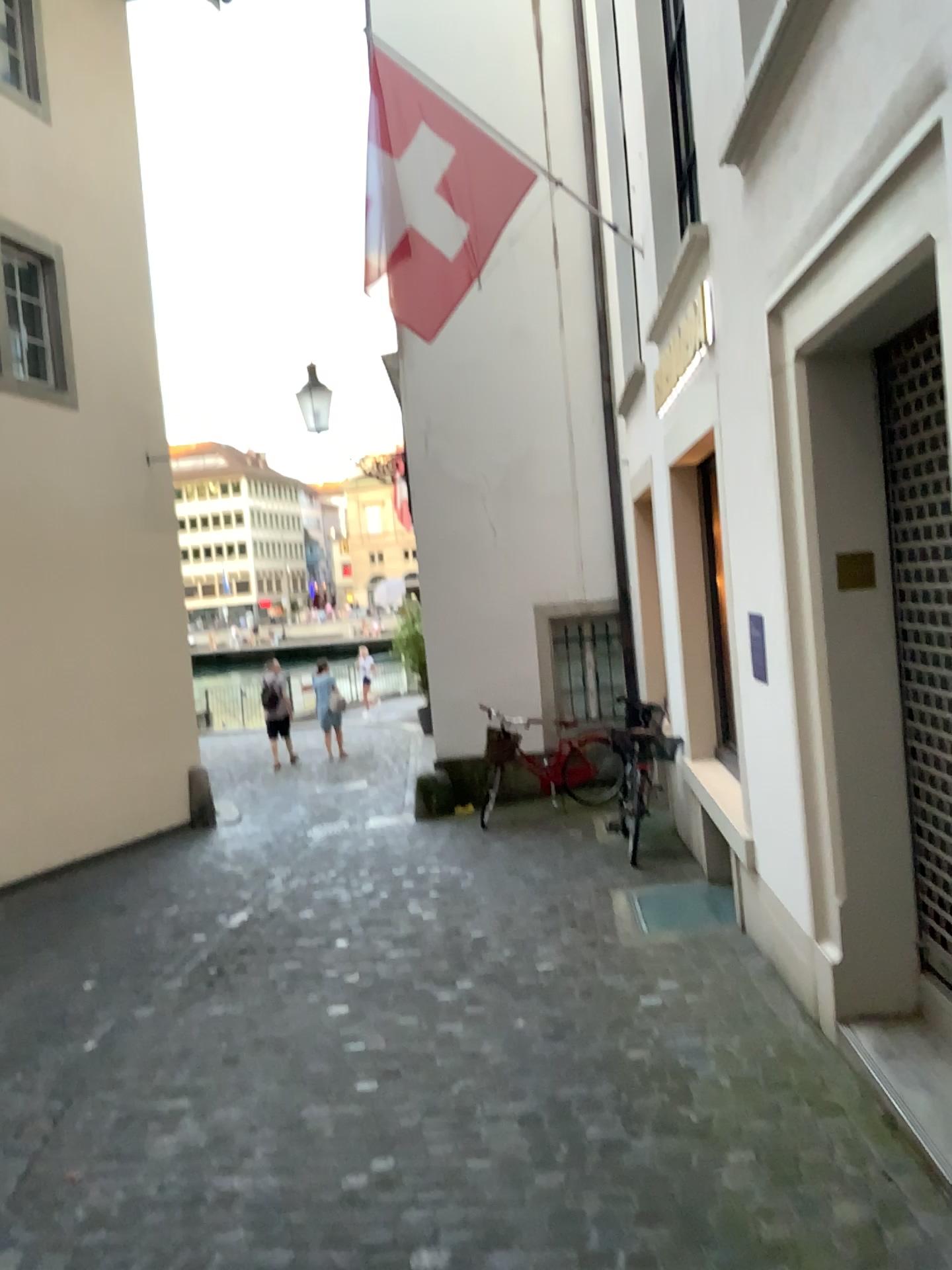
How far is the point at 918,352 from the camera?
3.34m

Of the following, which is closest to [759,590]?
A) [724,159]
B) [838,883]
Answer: [838,883]

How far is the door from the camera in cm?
334
